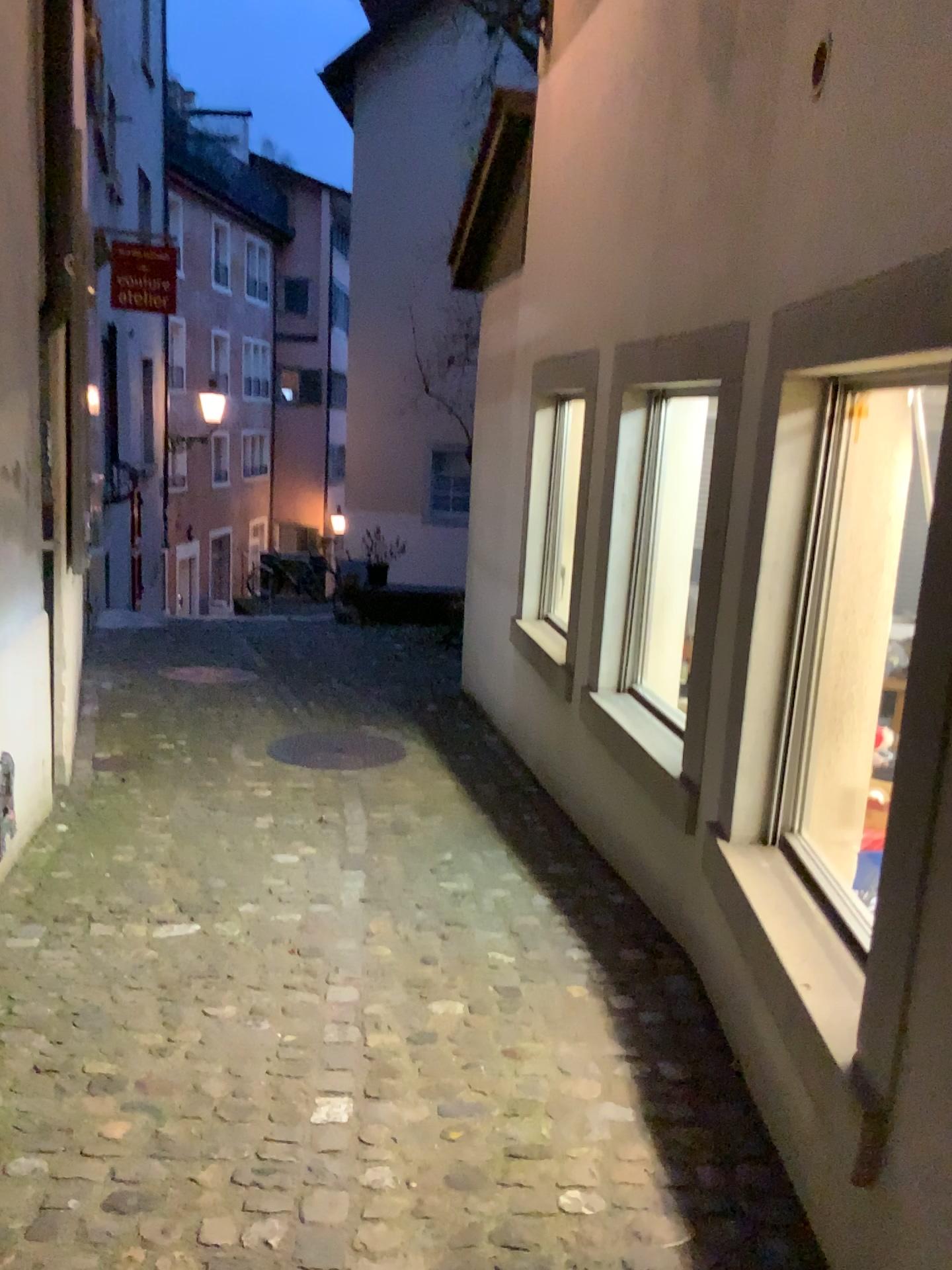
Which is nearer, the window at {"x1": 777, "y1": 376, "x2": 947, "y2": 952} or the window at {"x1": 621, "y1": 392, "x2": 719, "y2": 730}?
the window at {"x1": 777, "y1": 376, "x2": 947, "y2": 952}

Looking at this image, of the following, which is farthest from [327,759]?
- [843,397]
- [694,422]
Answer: [843,397]

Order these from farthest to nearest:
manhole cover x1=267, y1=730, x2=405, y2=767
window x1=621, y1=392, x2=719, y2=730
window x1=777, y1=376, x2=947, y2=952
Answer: manhole cover x1=267, y1=730, x2=405, y2=767 → window x1=621, y1=392, x2=719, y2=730 → window x1=777, y1=376, x2=947, y2=952

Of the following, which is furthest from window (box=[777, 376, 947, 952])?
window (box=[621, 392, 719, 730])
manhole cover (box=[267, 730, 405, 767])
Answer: manhole cover (box=[267, 730, 405, 767])

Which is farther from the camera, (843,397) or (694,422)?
(694,422)

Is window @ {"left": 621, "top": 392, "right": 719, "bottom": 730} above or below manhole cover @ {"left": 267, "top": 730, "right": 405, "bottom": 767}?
above

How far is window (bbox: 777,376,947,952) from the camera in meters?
2.5

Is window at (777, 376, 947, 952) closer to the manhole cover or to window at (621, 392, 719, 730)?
window at (621, 392, 719, 730)

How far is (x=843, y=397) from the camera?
2.5 meters

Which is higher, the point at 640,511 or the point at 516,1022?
the point at 640,511
